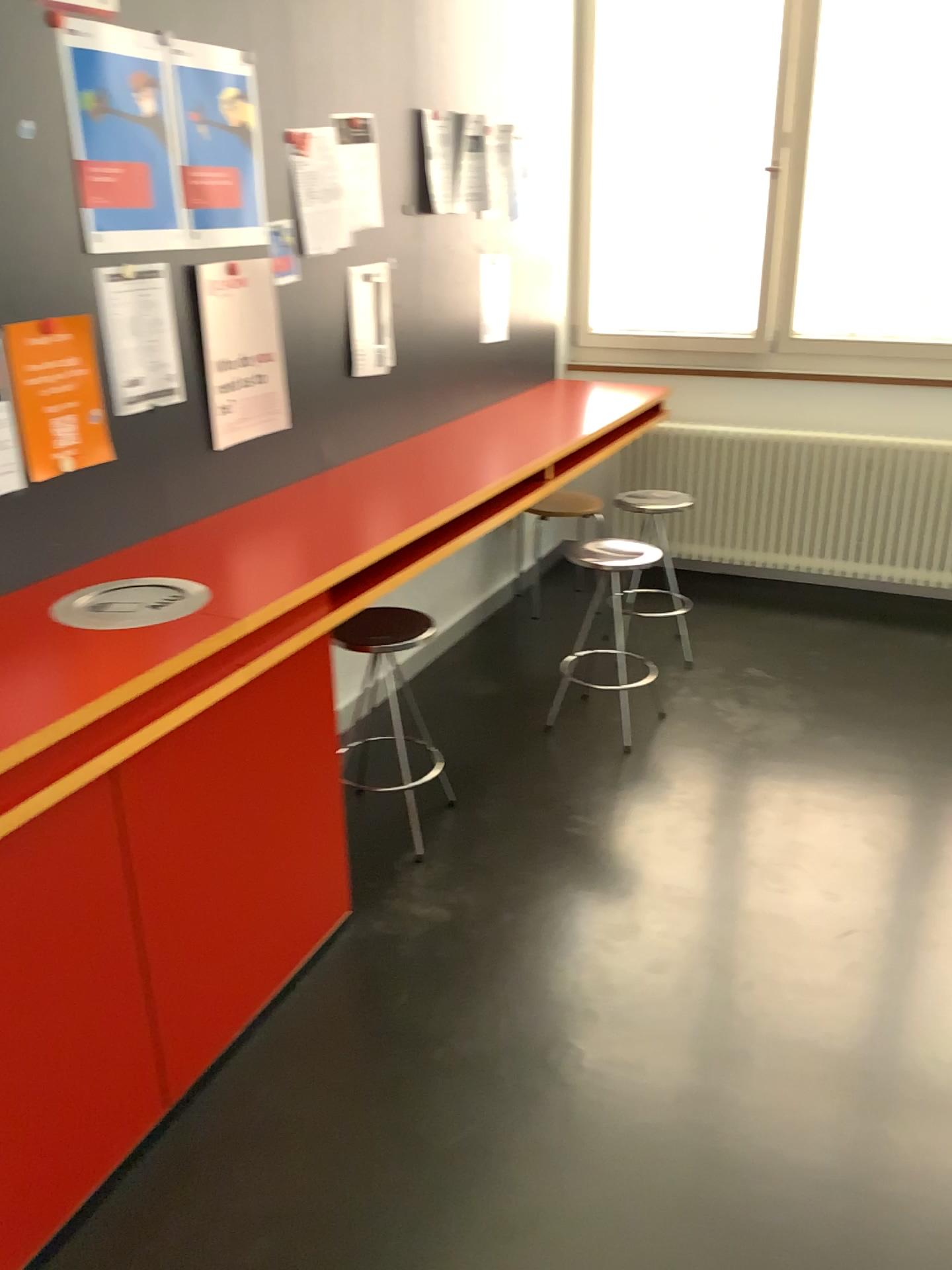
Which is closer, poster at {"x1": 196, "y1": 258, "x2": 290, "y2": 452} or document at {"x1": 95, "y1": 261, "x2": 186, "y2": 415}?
document at {"x1": 95, "y1": 261, "x2": 186, "y2": 415}

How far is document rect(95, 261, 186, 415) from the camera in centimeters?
216cm

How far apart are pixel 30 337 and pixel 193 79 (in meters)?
0.73

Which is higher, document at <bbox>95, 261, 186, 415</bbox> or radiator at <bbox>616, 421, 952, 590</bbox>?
document at <bbox>95, 261, 186, 415</bbox>

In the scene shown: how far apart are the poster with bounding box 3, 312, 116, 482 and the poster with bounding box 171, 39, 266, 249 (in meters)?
0.39

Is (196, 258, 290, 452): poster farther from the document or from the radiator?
the radiator

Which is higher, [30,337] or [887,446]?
[30,337]

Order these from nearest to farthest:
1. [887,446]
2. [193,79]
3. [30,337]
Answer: [30,337] < [193,79] < [887,446]

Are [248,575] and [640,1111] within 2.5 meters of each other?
yes

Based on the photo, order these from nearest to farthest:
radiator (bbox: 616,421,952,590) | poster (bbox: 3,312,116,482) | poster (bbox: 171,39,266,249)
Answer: poster (bbox: 3,312,116,482)
poster (bbox: 171,39,266,249)
radiator (bbox: 616,421,952,590)
